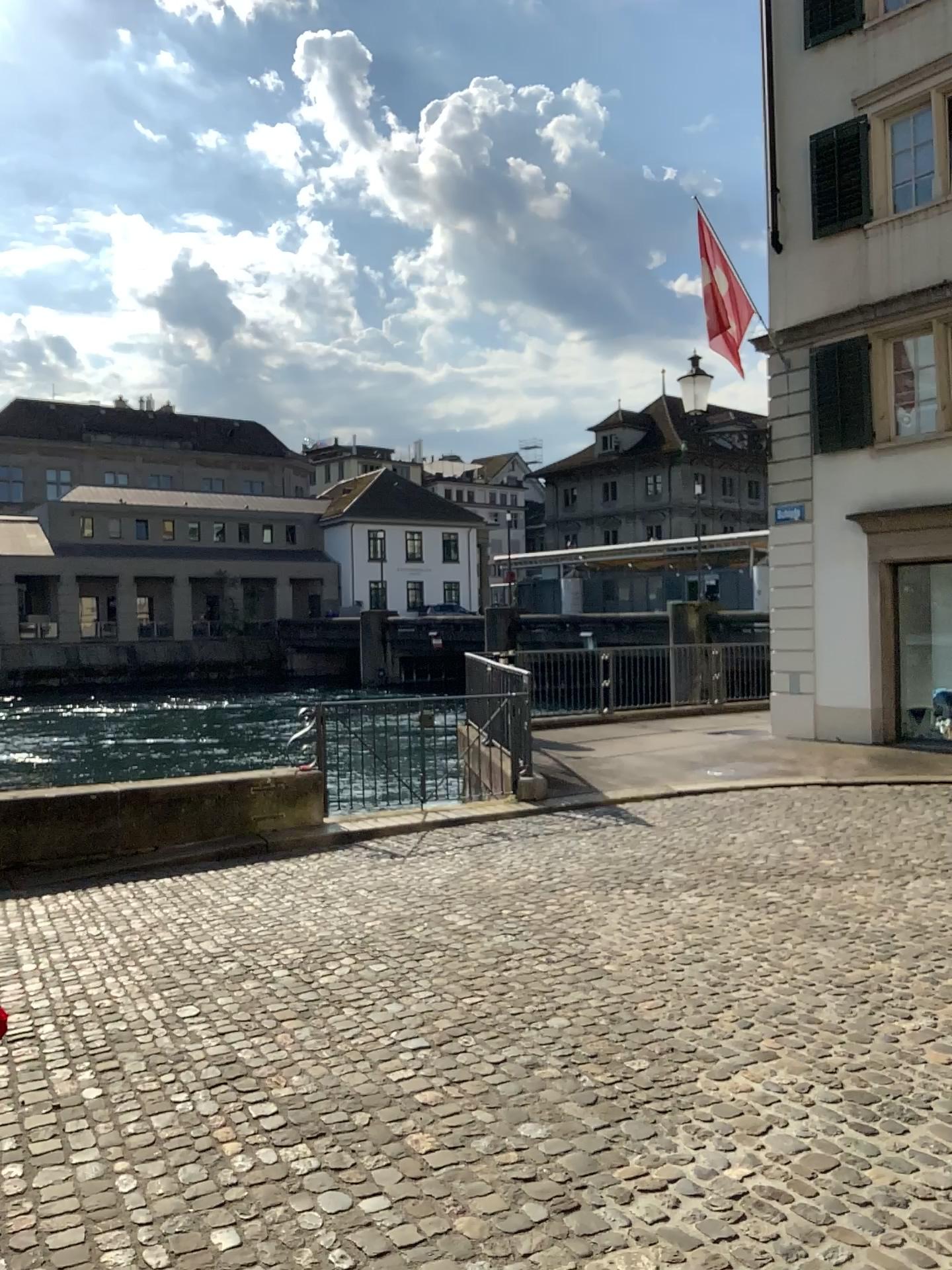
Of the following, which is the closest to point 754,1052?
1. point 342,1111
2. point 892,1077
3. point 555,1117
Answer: point 892,1077
